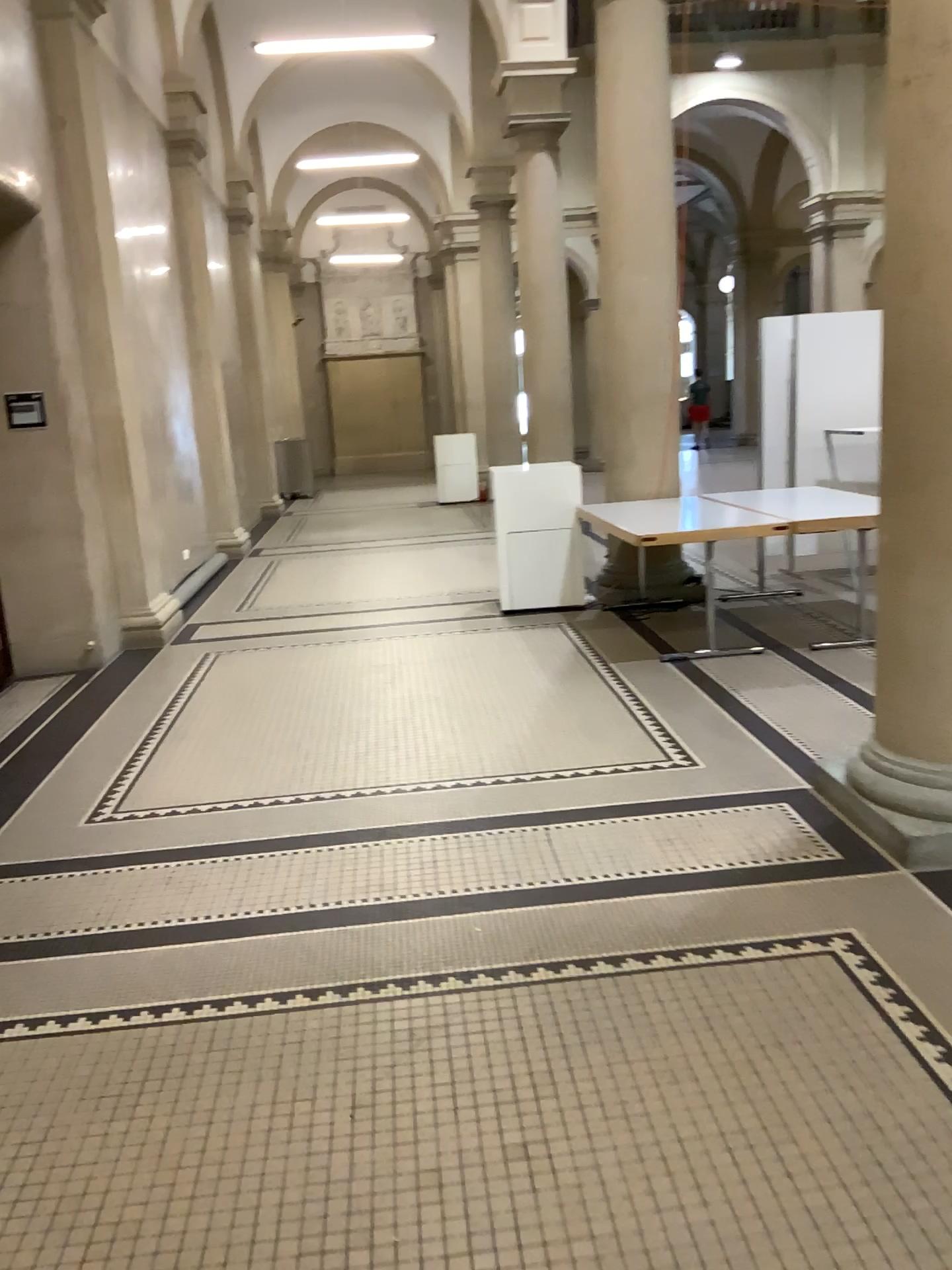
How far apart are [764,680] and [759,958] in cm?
270
